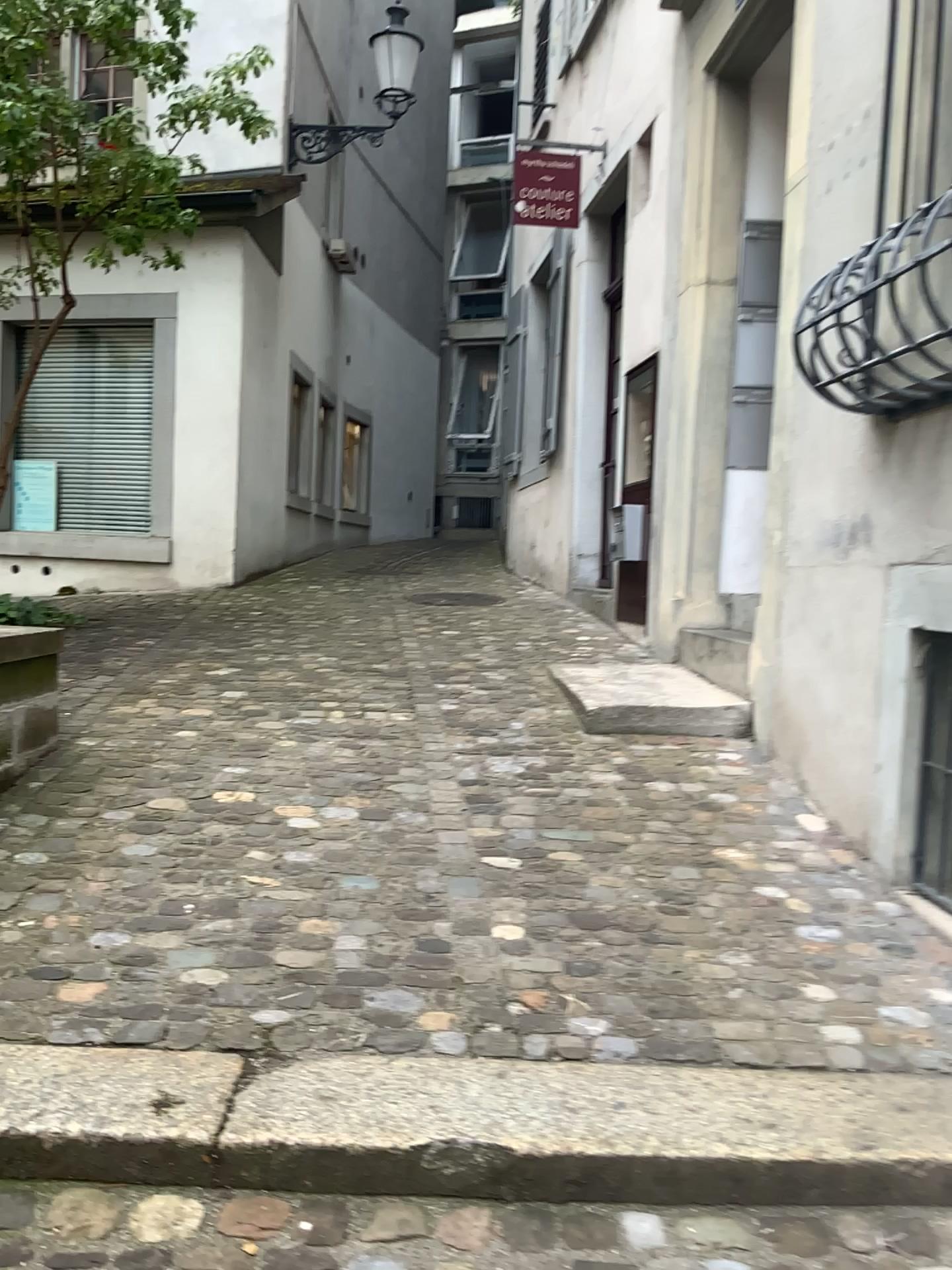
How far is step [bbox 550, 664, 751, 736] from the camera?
4.13m

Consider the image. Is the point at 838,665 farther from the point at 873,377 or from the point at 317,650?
the point at 317,650

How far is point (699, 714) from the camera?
4.1m
